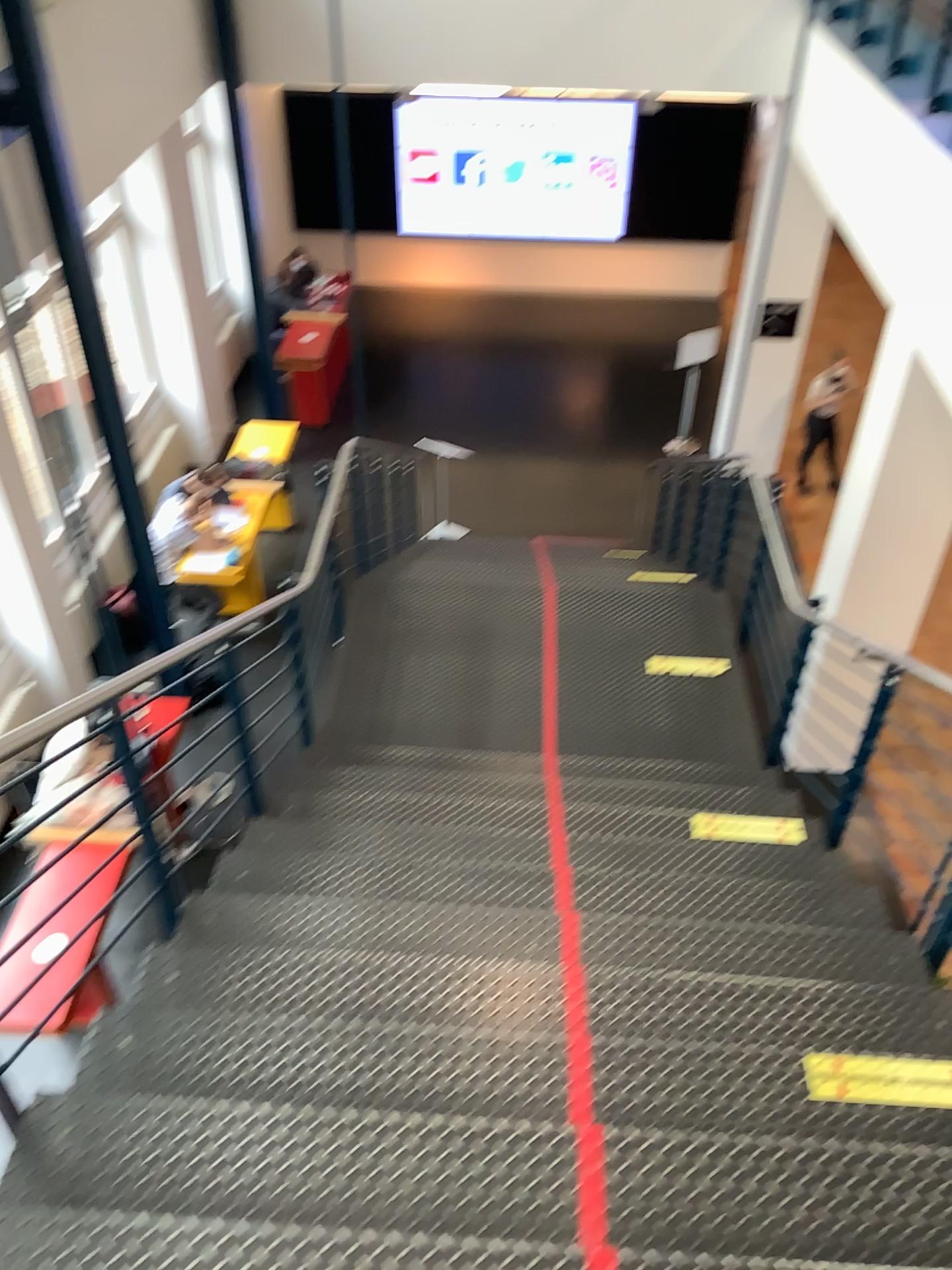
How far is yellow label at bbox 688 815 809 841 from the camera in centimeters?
397cm

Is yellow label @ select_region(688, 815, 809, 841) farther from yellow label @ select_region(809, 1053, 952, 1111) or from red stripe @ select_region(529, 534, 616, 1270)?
red stripe @ select_region(529, 534, 616, 1270)

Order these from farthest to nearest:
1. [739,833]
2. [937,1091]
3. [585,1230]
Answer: [739,833], [937,1091], [585,1230]

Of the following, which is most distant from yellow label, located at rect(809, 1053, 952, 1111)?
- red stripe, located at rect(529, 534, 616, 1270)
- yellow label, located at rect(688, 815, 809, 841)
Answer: yellow label, located at rect(688, 815, 809, 841)

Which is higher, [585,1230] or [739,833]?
[585,1230]

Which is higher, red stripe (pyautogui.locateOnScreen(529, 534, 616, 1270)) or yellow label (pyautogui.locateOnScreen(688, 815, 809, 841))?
red stripe (pyautogui.locateOnScreen(529, 534, 616, 1270))

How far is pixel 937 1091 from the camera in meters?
2.3

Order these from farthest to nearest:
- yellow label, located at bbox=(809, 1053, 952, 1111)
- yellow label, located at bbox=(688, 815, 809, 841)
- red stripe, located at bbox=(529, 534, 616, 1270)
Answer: yellow label, located at bbox=(688, 815, 809, 841) < yellow label, located at bbox=(809, 1053, 952, 1111) < red stripe, located at bbox=(529, 534, 616, 1270)

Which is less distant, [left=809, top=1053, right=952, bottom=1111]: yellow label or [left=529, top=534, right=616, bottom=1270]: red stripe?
[left=529, top=534, right=616, bottom=1270]: red stripe

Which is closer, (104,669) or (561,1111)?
(561,1111)
